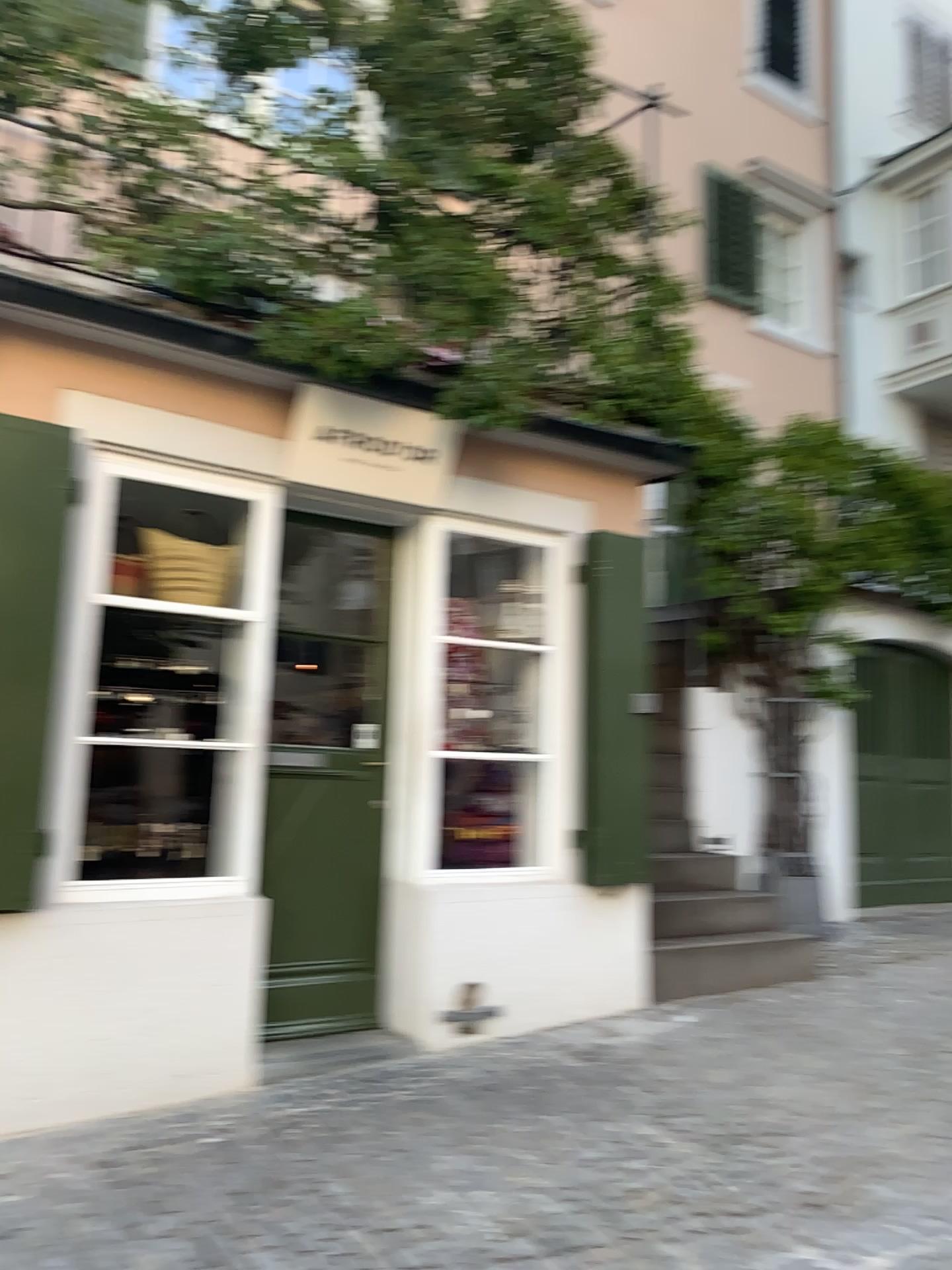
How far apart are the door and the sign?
0.4 meters

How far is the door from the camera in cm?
450

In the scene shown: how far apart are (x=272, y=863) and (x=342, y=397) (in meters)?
1.98

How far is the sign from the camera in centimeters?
436cm

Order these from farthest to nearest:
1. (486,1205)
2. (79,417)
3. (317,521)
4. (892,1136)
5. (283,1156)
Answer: (317,521) < (79,417) < (892,1136) < (283,1156) < (486,1205)

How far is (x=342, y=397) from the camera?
4.36m

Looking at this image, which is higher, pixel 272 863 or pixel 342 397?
pixel 342 397
